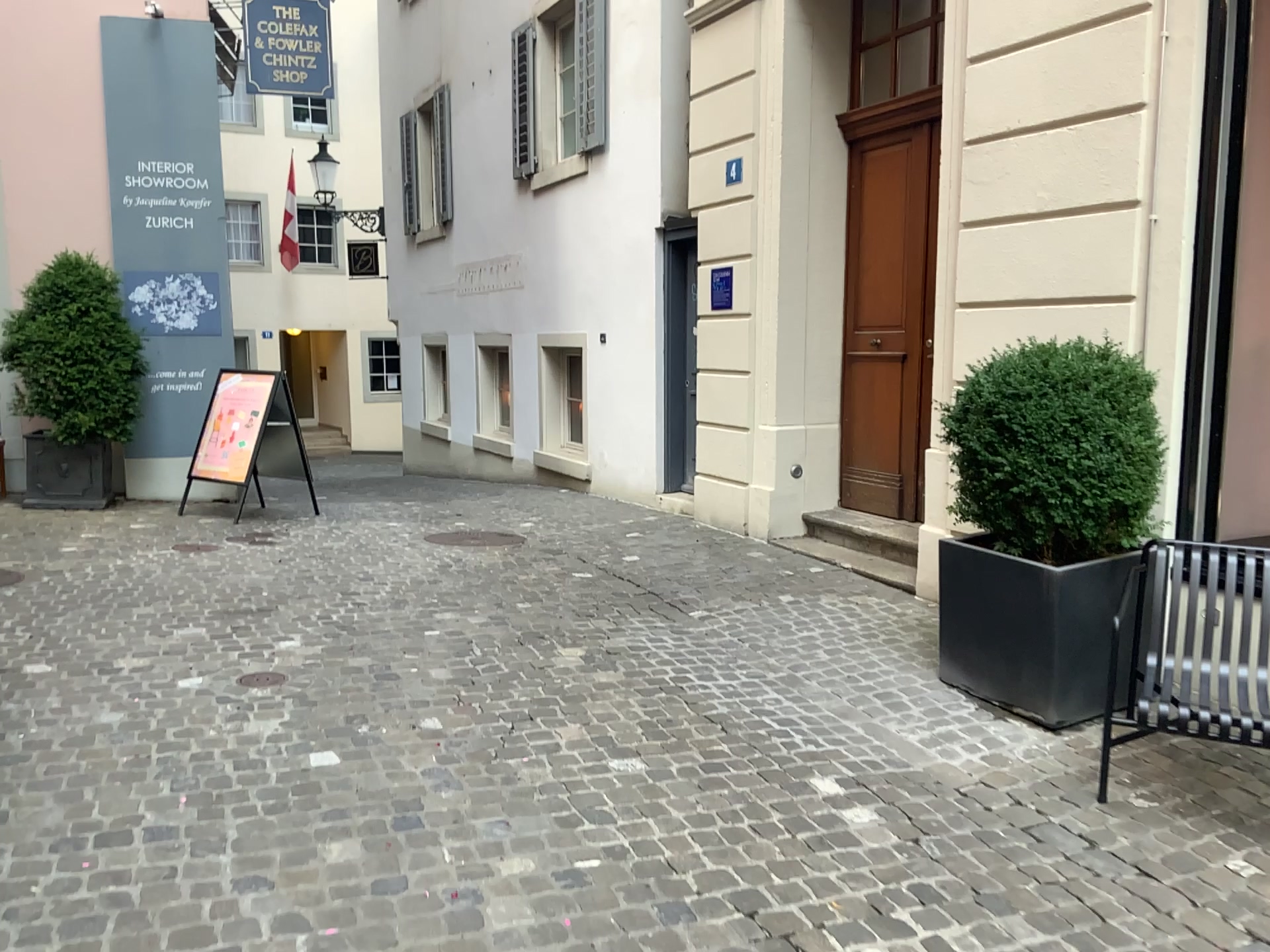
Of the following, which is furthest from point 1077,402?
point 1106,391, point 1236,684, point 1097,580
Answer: point 1236,684

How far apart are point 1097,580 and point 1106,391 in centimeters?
68cm

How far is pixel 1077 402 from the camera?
3.8 meters

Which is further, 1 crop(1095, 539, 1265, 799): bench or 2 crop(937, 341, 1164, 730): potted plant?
2 crop(937, 341, 1164, 730): potted plant

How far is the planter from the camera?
3.81m

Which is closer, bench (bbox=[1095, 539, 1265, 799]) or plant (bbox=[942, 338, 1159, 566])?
bench (bbox=[1095, 539, 1265, 799])

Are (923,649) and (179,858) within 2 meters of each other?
no

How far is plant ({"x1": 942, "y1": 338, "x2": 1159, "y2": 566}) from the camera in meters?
3.8 m

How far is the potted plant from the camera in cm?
380

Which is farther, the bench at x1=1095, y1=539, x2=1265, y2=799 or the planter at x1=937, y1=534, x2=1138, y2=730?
the planter at x1=937, y1=534, x2=1138, y2=730
